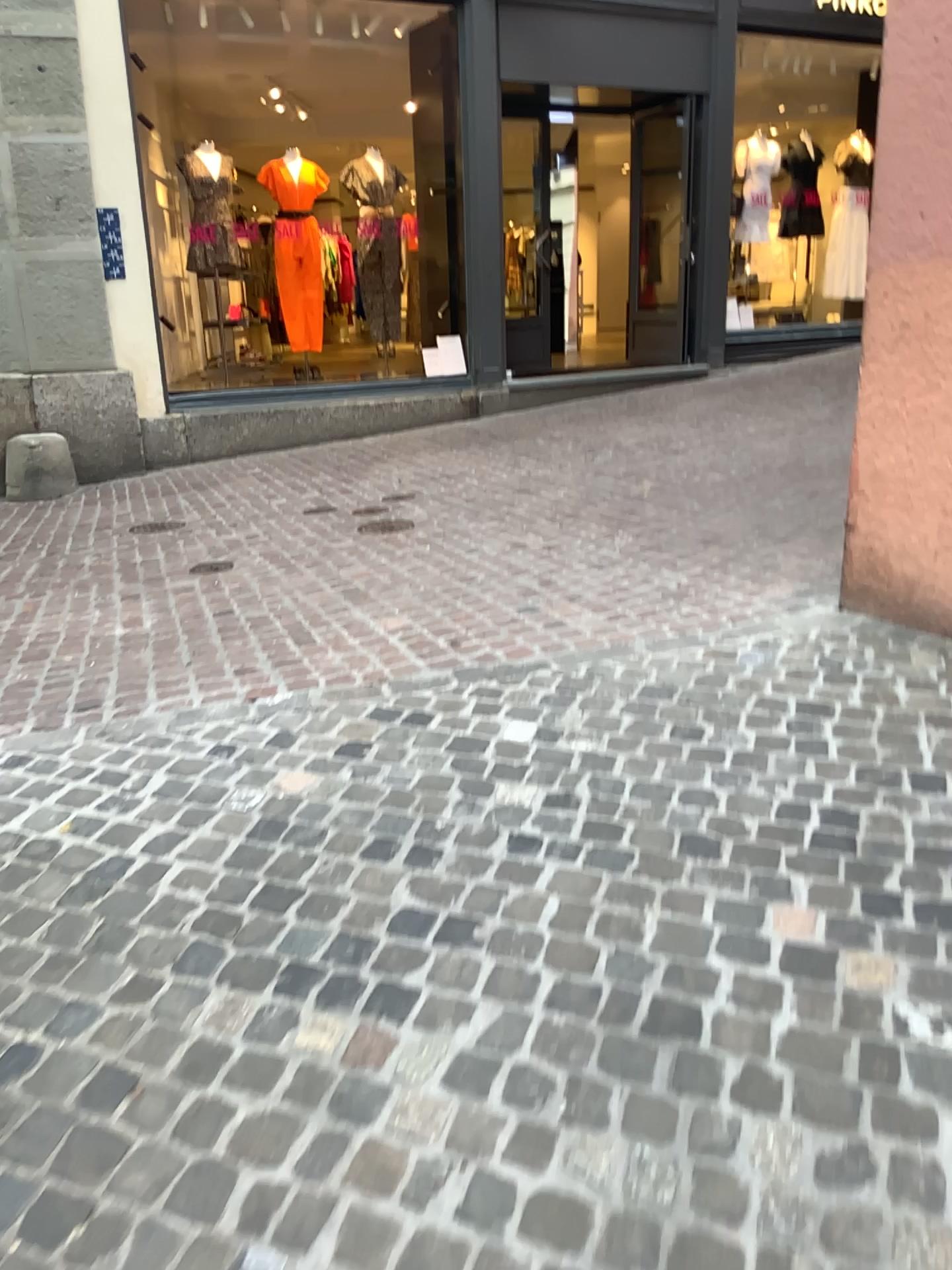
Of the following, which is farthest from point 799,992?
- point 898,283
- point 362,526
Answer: point 362,526
